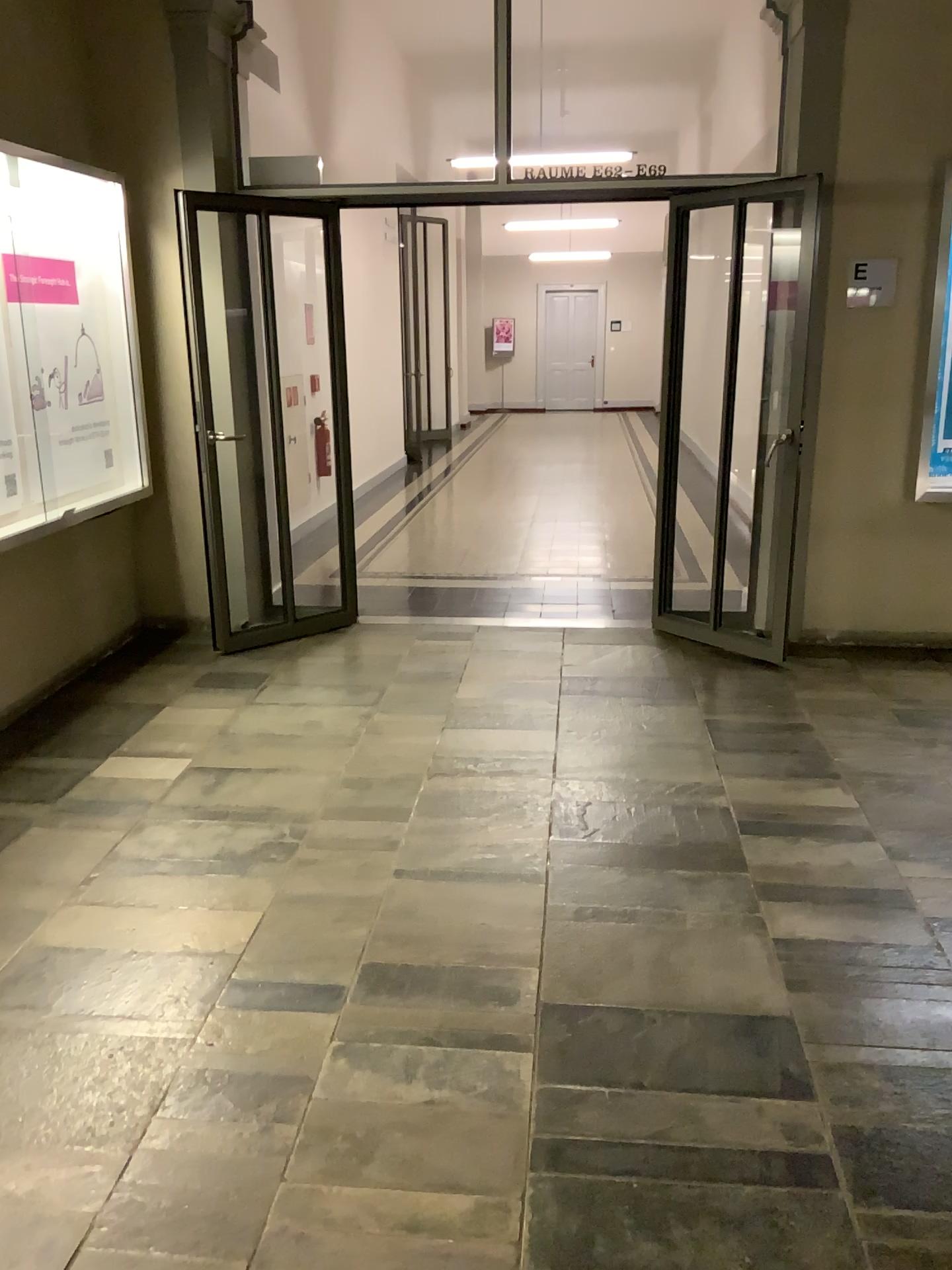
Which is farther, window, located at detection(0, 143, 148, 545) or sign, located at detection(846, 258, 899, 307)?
sign, located at detection(846, 258, 899, 307)

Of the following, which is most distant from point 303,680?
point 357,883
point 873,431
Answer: point 873,431

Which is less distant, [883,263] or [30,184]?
[30,184]

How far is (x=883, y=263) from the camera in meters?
4.8

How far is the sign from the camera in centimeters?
484cm

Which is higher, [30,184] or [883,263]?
[30,184]
